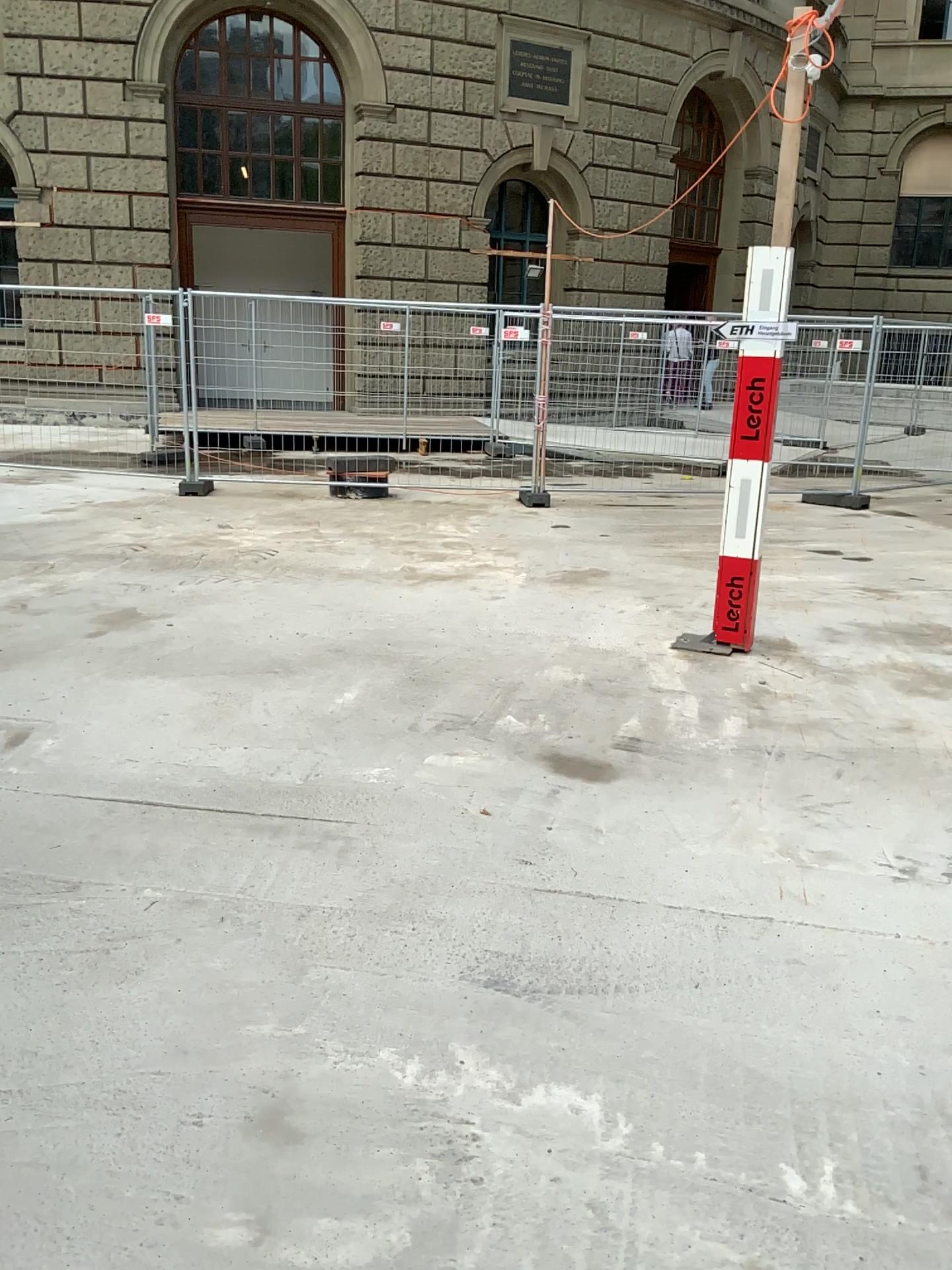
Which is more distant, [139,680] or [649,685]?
[649,685]
